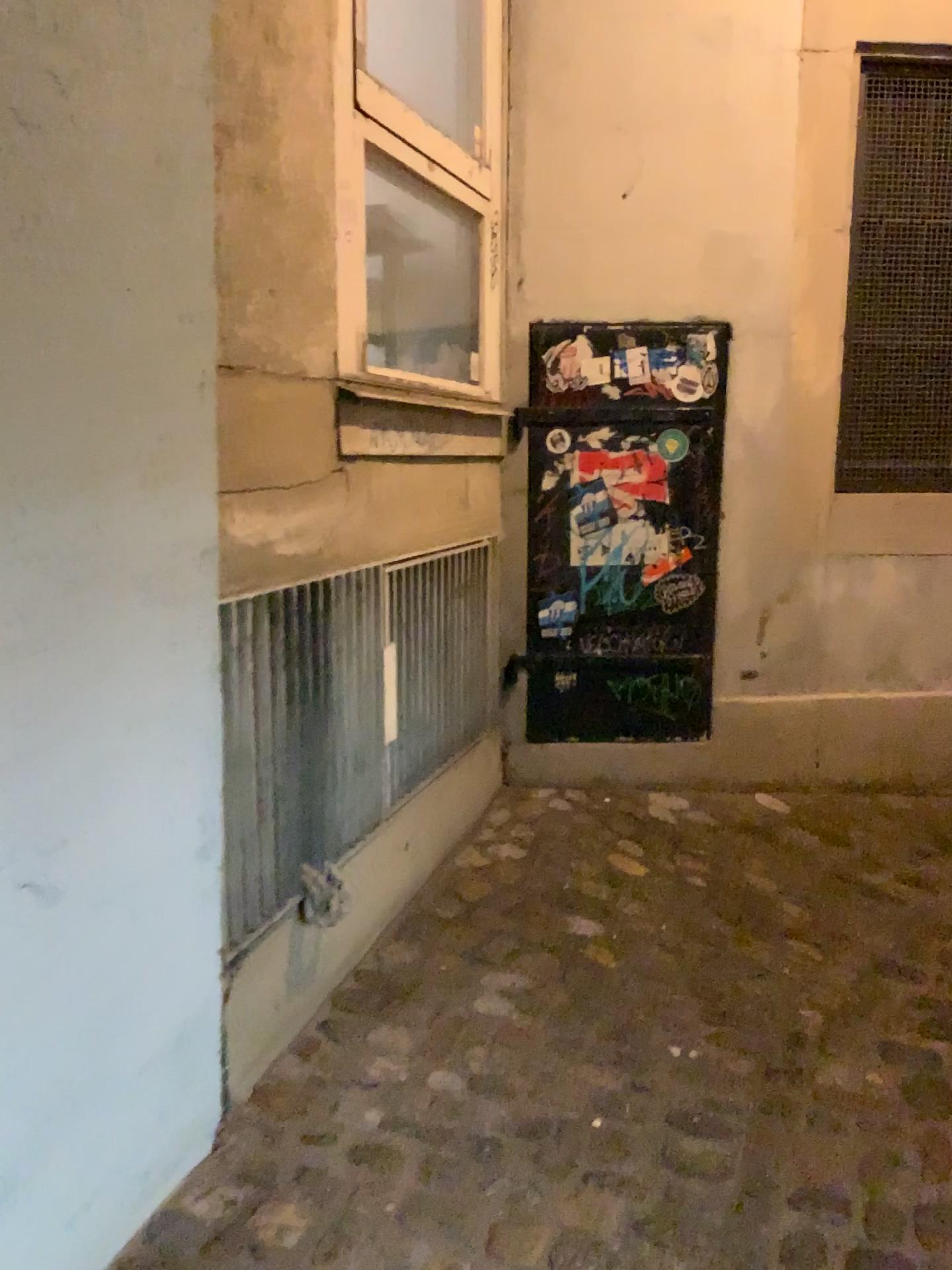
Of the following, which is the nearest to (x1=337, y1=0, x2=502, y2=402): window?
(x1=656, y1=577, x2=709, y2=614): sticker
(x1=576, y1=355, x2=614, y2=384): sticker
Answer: (x1=576, y1=355, x2=614, y2=384): sticker

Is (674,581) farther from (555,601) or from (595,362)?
(595,362)

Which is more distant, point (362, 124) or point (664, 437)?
point (664, 437)

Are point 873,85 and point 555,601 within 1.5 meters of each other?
no

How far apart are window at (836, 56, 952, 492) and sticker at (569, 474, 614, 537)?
0.73m

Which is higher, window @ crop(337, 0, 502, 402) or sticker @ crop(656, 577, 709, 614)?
window @ crop(337, 0, 502, 402)

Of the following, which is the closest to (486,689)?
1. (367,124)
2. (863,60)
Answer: (367,124)

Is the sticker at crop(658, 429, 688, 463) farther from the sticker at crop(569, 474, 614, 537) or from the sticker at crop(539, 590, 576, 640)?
the sticker at crop(539, 590, 576, 640)

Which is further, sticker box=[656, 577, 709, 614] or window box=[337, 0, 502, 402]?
sticker box=[656, 577, 709, 614]

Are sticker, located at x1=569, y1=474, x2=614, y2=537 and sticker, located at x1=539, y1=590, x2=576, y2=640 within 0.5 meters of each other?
yes
